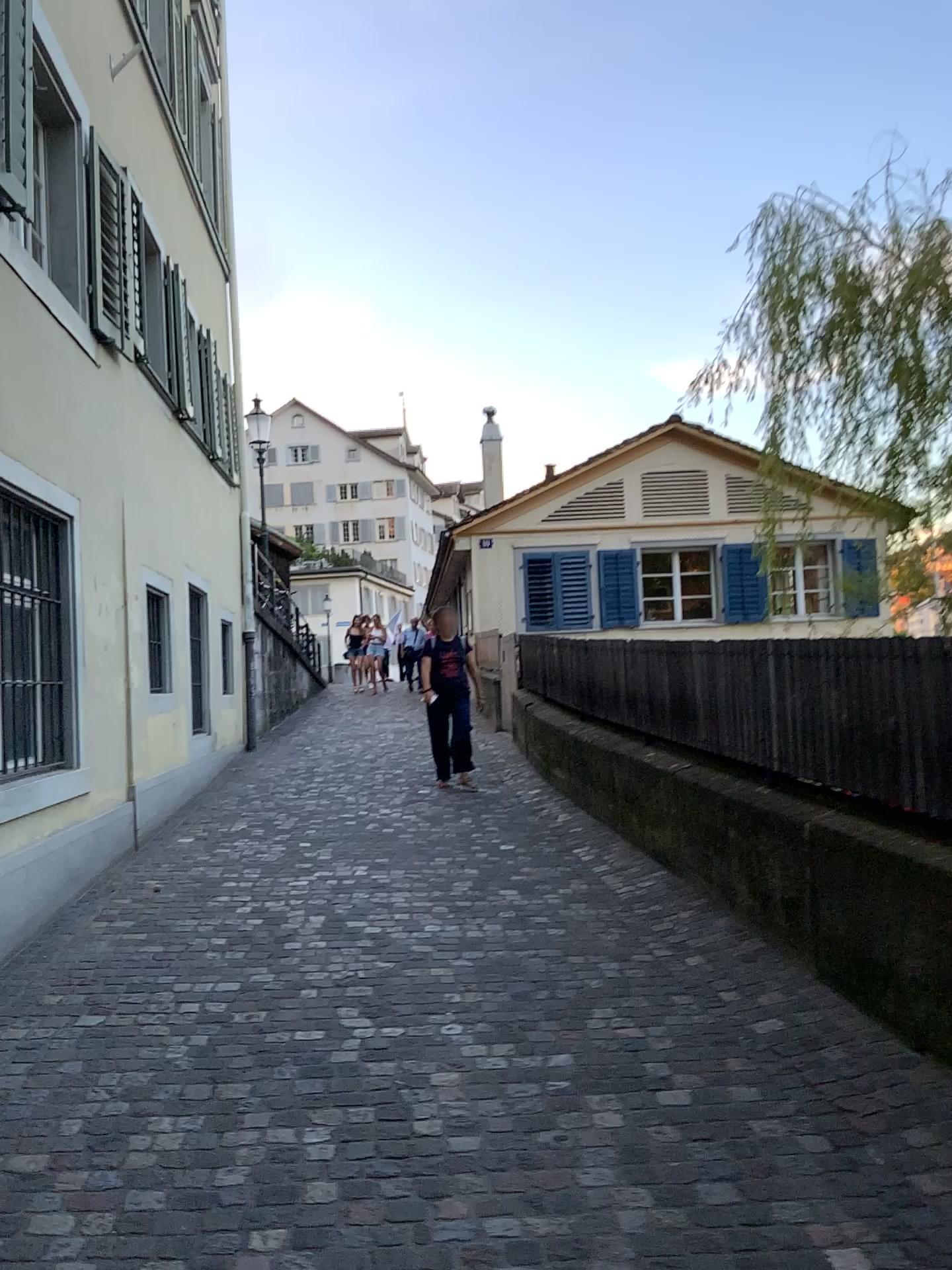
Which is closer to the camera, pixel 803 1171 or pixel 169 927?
pixel 803 1171
